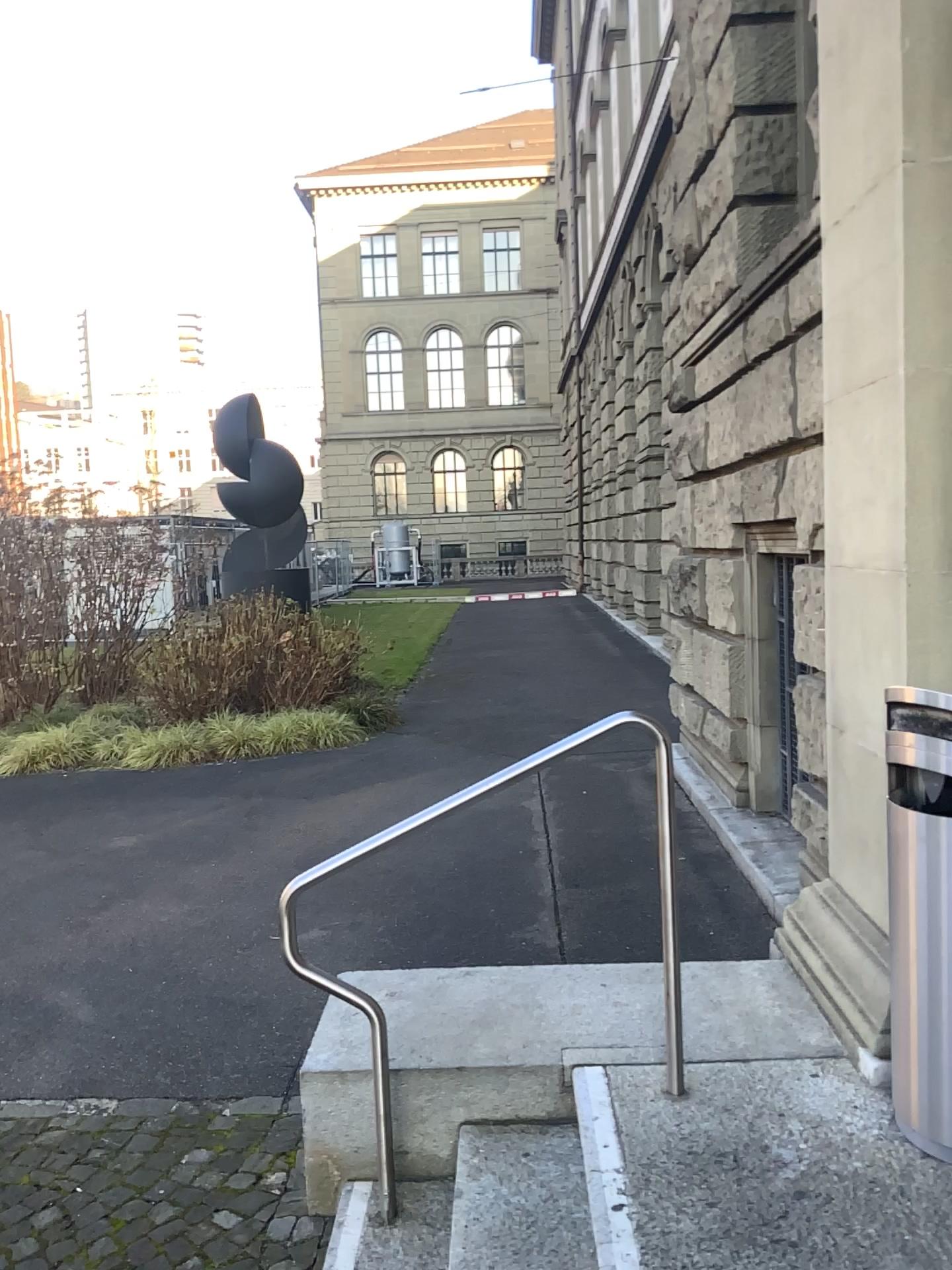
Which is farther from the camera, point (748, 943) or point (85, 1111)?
point (748, 943)

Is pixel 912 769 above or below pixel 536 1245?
above
